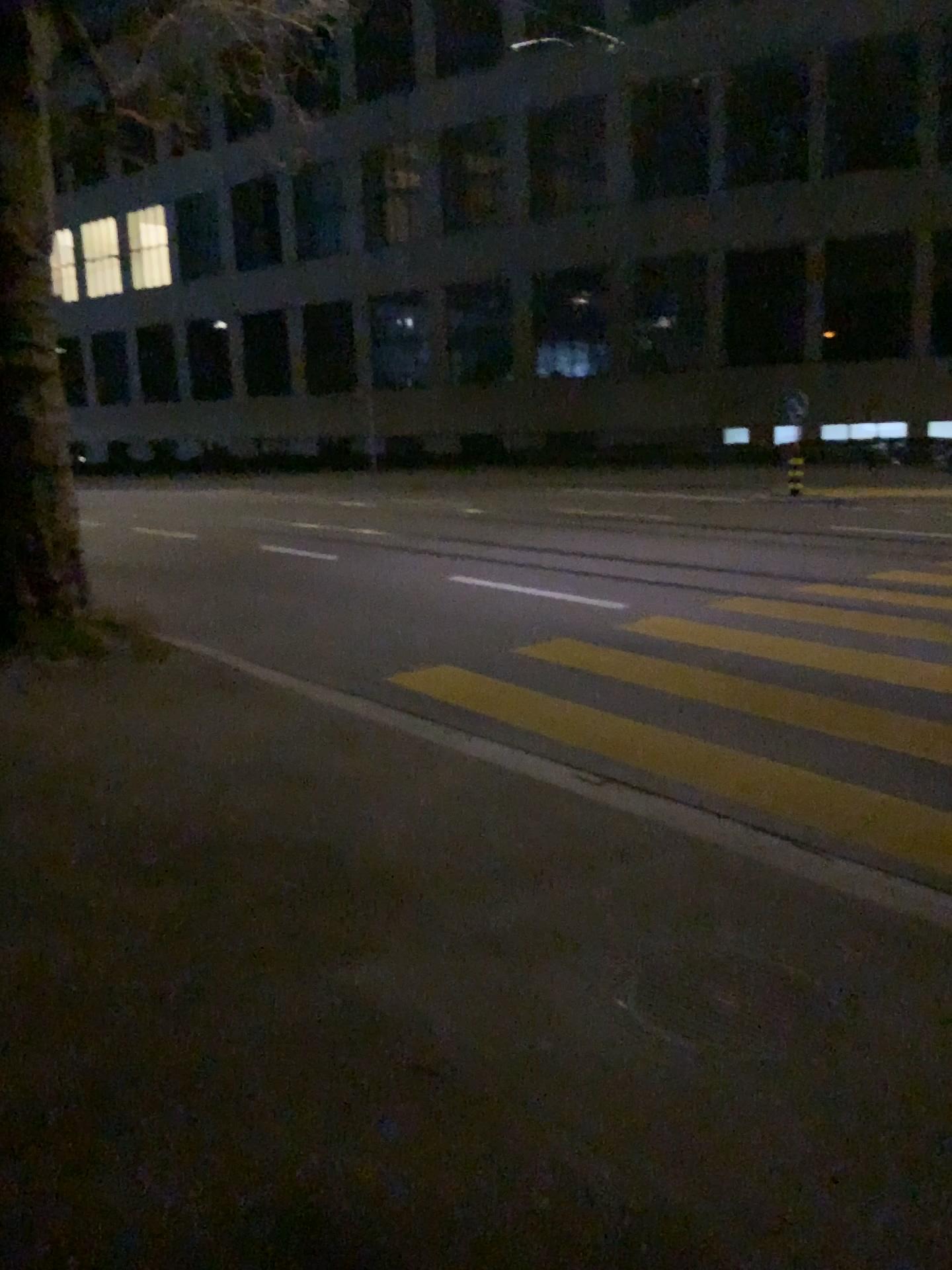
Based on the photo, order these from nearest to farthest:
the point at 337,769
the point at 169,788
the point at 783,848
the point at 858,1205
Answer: the point at 858,1205 → the point at 783,848 → the point at 169,788 → the point at 337,769
